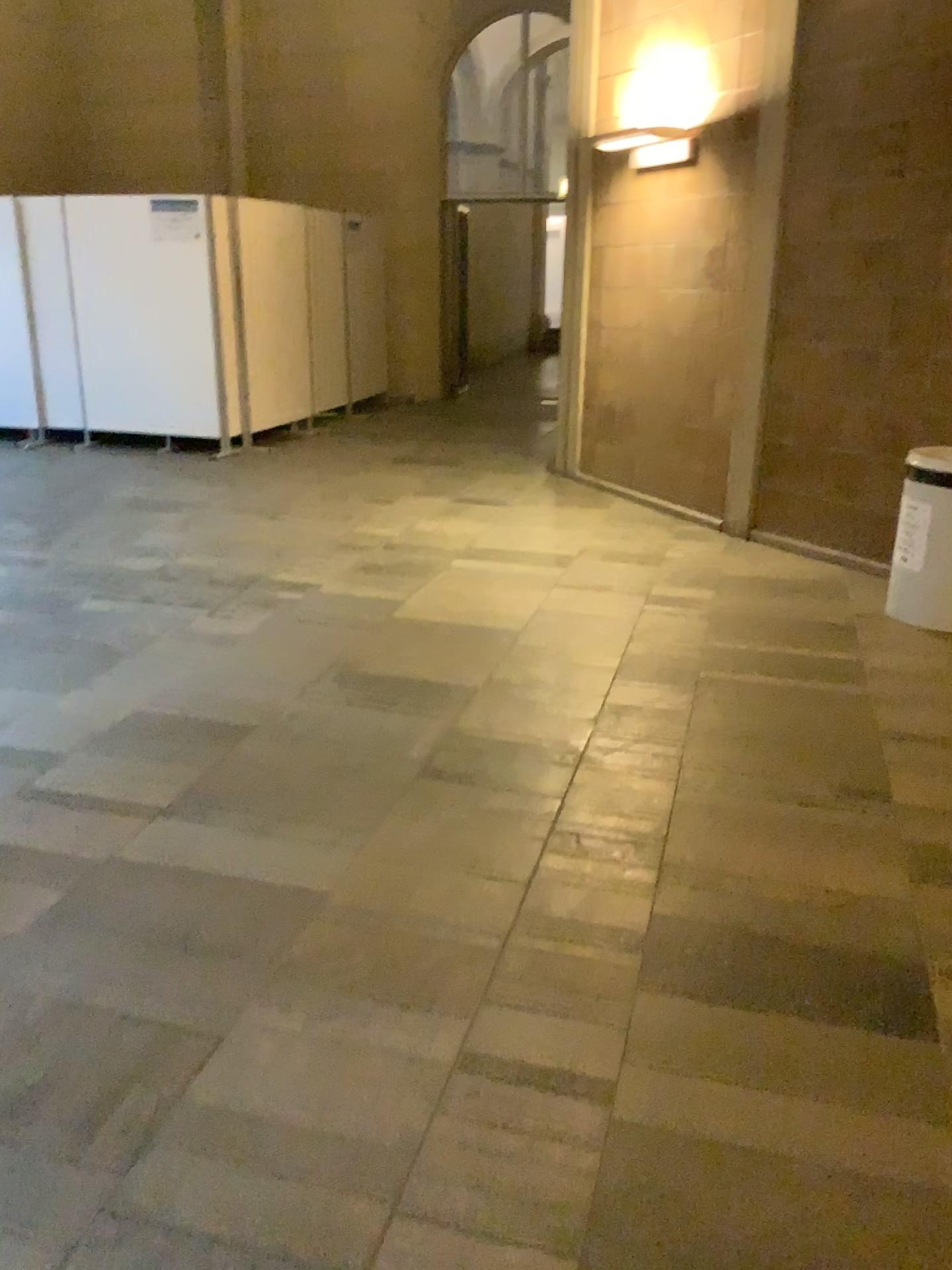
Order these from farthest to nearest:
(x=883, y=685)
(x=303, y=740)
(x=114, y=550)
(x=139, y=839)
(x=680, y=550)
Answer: (x=680, y=550)
(x=114, y=550)
(x=883, y=685)
(x=303, y=740)
(x=139, y=839)
